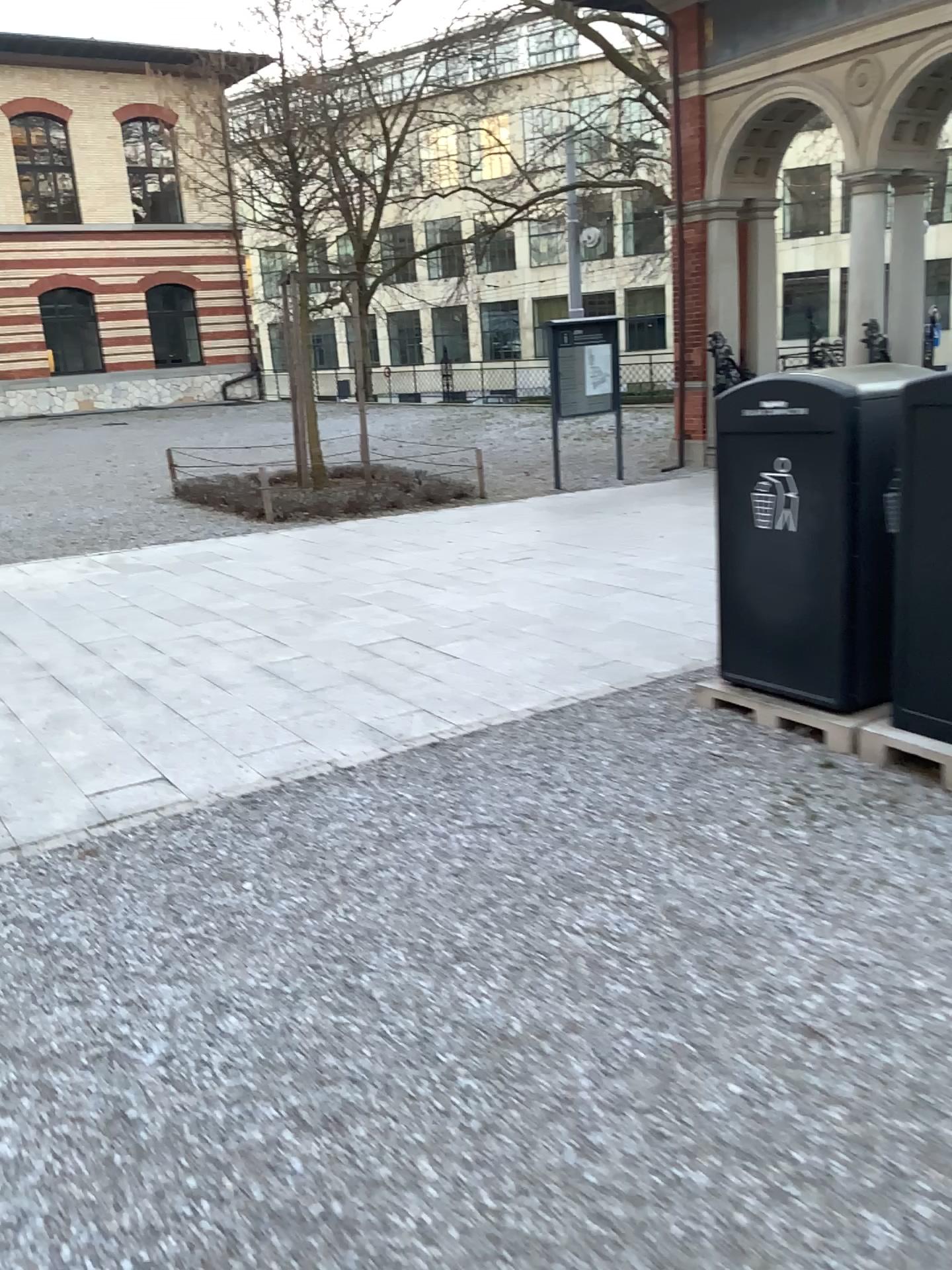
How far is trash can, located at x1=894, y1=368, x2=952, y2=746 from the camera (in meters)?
3.61

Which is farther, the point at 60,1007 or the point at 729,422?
the point at 729,422

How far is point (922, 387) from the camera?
3.6m
